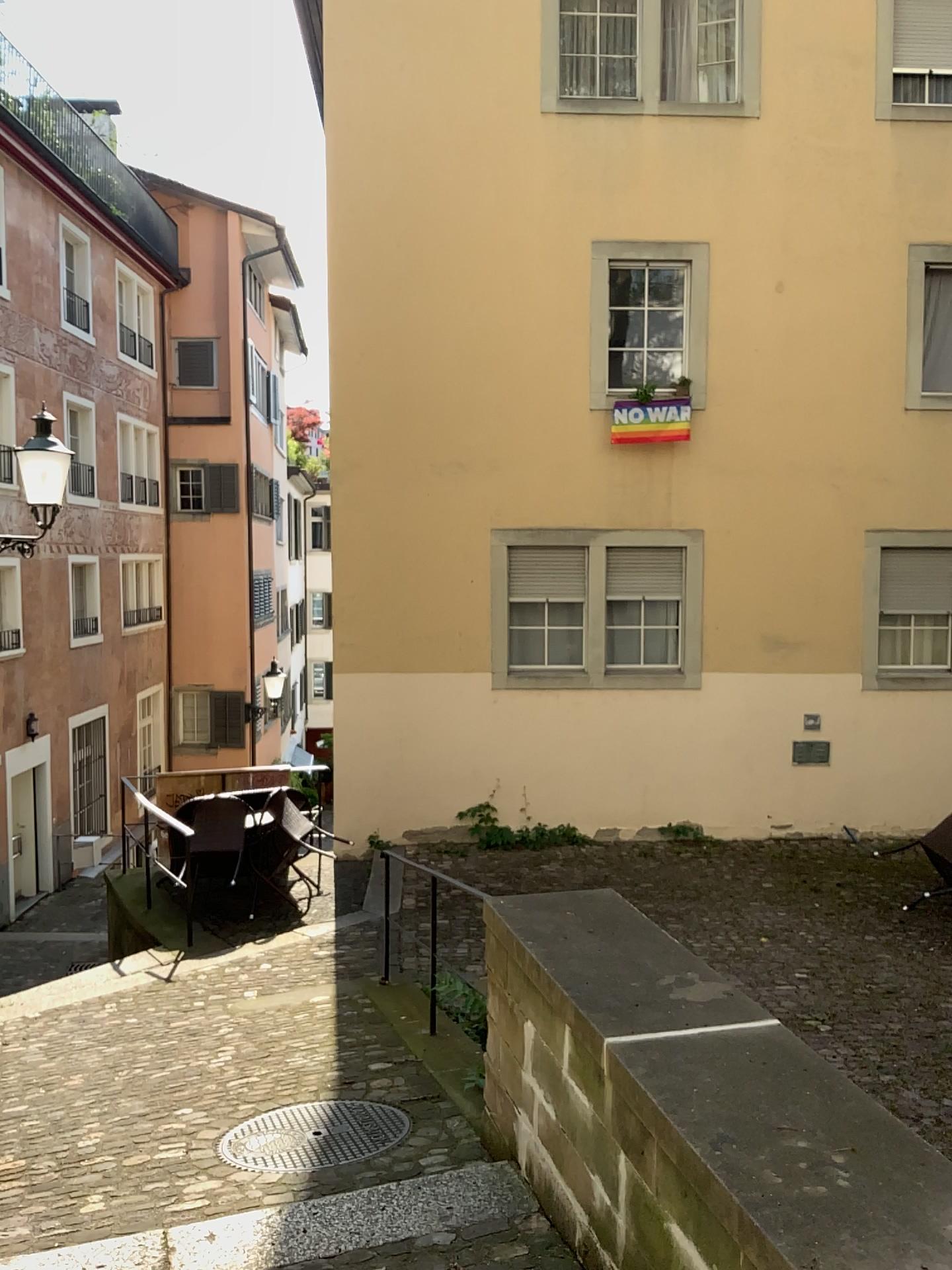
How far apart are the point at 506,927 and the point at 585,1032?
0.75m
